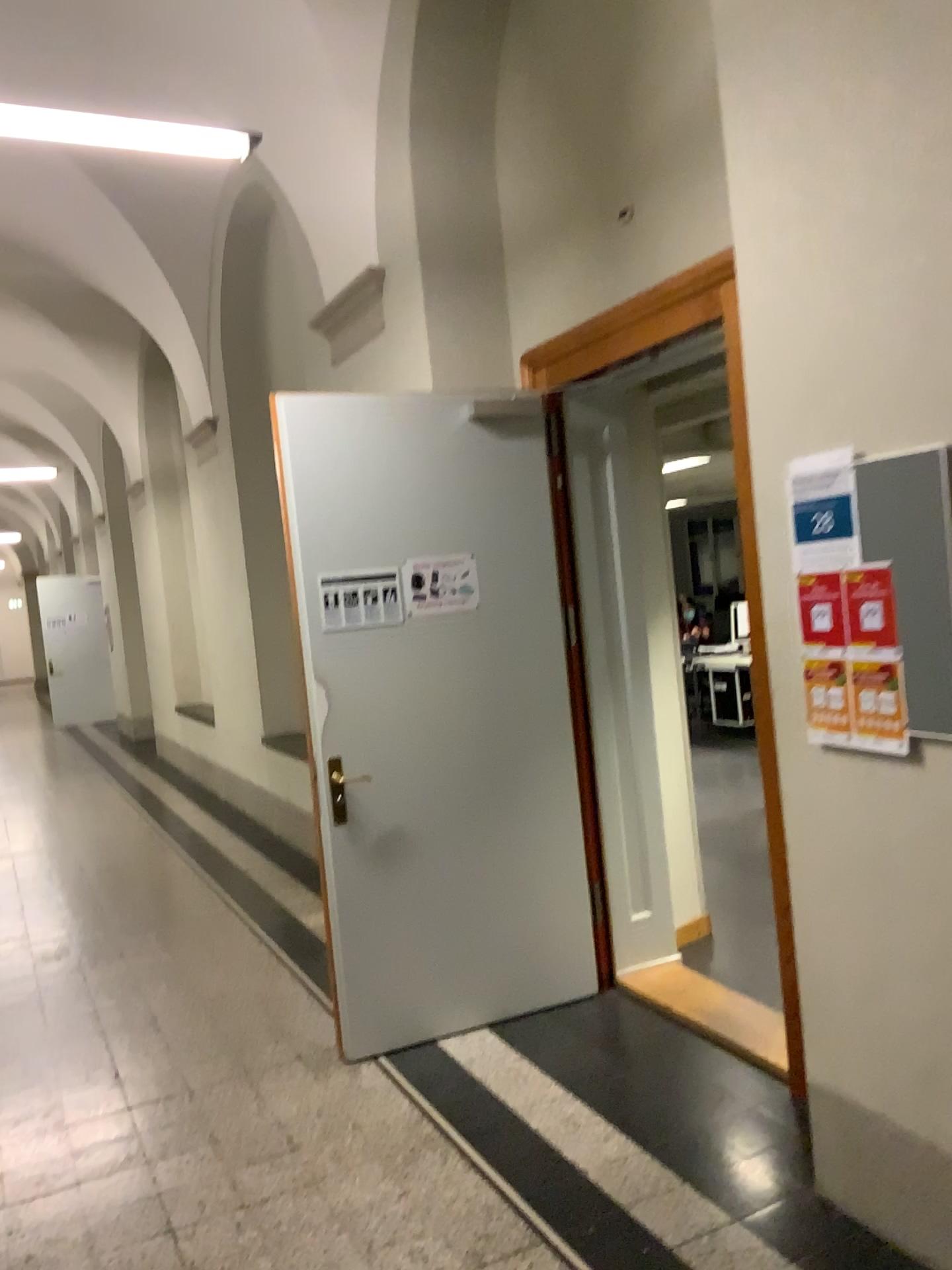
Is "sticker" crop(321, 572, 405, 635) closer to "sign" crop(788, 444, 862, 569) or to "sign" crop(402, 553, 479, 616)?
"sign" crop(402, 553, 479, 616)

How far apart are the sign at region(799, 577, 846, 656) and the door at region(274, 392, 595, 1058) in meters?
1.6

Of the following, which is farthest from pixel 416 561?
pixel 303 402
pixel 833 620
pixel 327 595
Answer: pixel 833 620

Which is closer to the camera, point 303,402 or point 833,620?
Result: point 833,620

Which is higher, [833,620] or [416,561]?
[416,561]

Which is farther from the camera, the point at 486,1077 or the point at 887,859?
the point at 486,1077

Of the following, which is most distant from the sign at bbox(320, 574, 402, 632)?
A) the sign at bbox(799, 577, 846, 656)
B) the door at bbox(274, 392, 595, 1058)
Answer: the sign at bbox(799, 577, 846, 656)

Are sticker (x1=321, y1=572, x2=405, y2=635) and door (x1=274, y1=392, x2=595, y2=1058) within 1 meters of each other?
yes

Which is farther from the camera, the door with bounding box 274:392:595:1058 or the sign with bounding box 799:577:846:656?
the door with bounding box 274:392:595:1058

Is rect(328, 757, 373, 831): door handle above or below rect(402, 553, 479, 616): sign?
below
